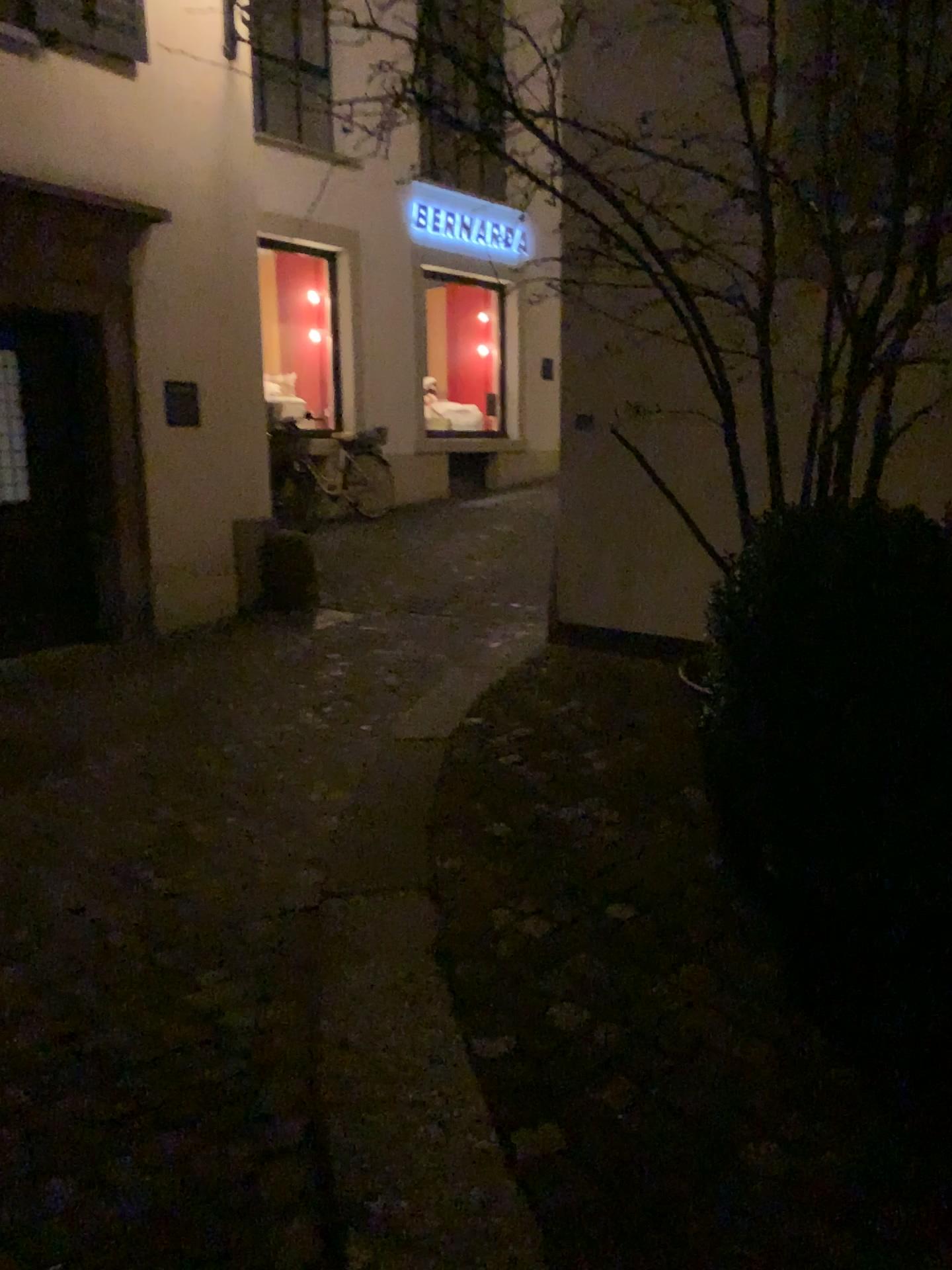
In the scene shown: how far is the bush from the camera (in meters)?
1.82

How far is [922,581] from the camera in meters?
1.8 m

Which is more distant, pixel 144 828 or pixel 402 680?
pixel 402 680
